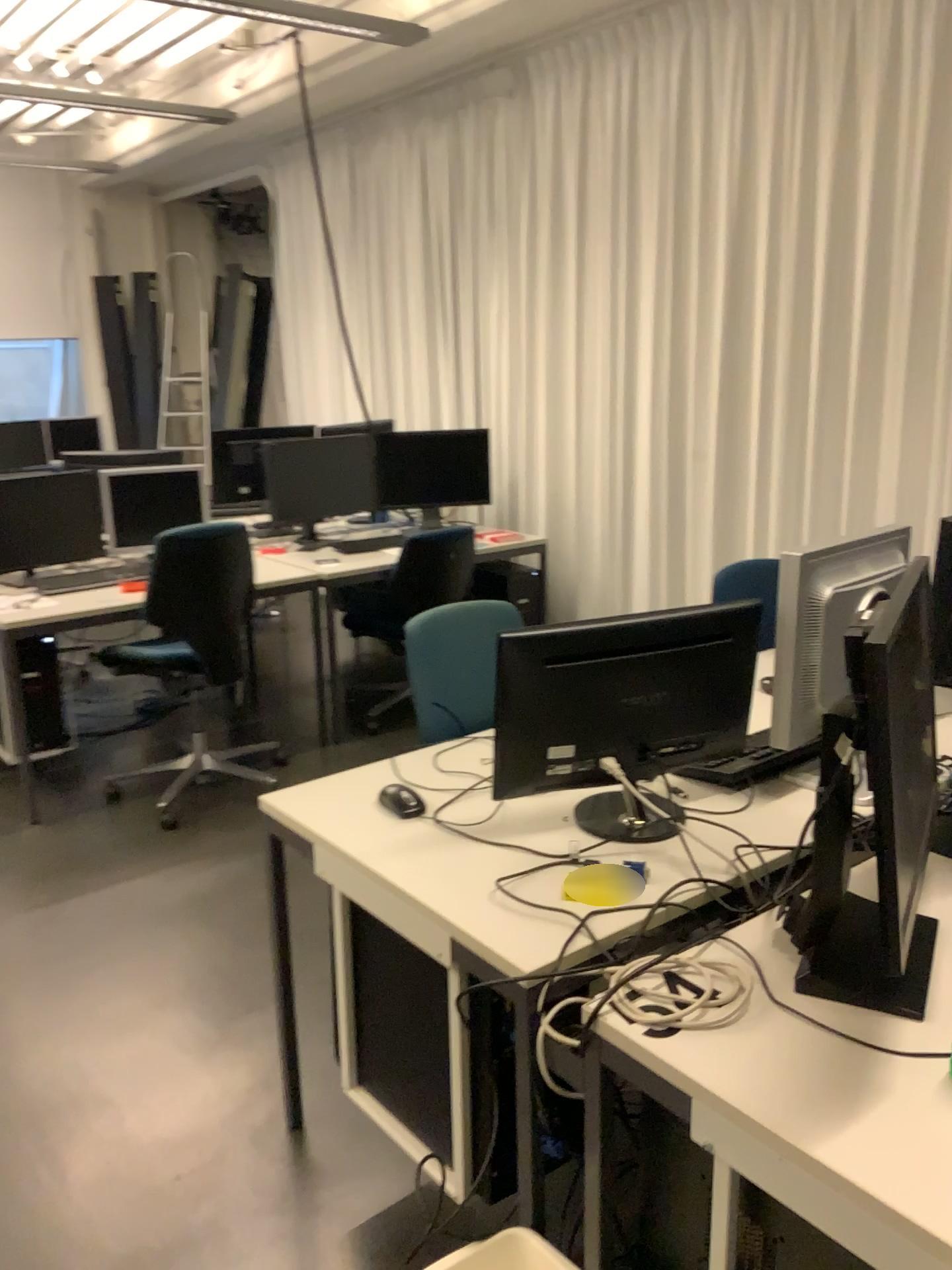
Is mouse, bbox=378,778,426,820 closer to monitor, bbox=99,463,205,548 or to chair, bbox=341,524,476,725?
chair, bbox=341,524,476,725

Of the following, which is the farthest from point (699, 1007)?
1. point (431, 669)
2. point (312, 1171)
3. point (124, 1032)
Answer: point (124, 1032)

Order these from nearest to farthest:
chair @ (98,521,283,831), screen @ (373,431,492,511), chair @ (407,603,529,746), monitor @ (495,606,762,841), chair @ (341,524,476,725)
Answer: monitor @ (495,606,762,841) → chair @ (407,603,529,746) → chair @ (98,521,283,831) → chair @ (341,524,476,725) → screen @ (373,431,492,511)

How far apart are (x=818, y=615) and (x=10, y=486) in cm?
367

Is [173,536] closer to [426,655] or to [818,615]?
[426,655]

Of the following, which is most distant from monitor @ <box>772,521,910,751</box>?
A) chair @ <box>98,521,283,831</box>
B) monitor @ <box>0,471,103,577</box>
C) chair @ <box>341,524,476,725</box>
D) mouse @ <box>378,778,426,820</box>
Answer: monitor @ <box>0,471,103,577</box>

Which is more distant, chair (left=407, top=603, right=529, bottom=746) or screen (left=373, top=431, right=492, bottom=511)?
screen (left=373, top=431, right=492, bottom=511)

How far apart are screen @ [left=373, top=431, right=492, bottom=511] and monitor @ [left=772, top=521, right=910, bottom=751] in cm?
317

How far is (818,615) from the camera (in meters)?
1.82

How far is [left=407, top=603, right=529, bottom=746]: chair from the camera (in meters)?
2.60
